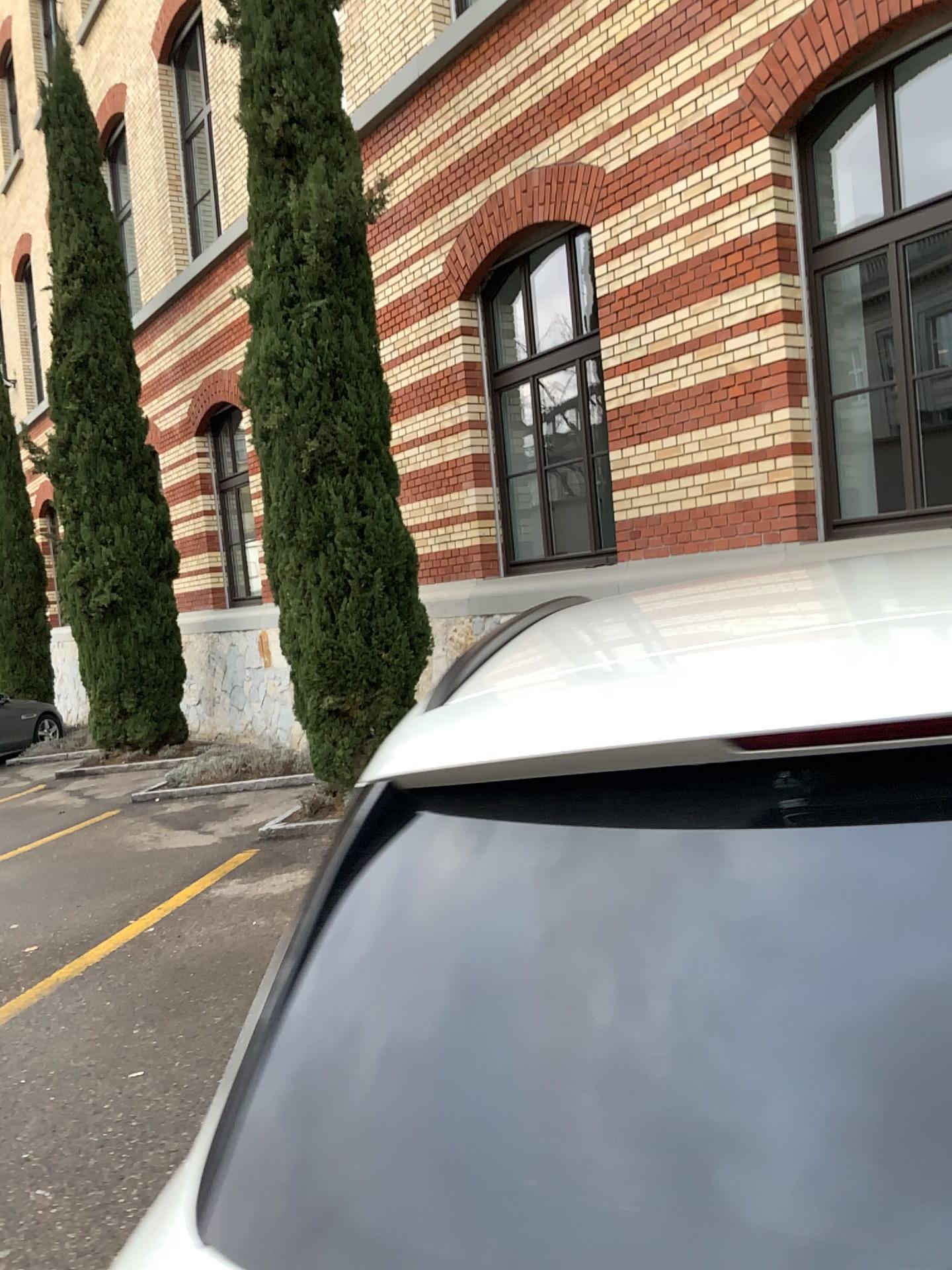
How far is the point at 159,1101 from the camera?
3.4m

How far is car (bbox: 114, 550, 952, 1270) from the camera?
0.6m

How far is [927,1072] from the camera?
0.6 meters
